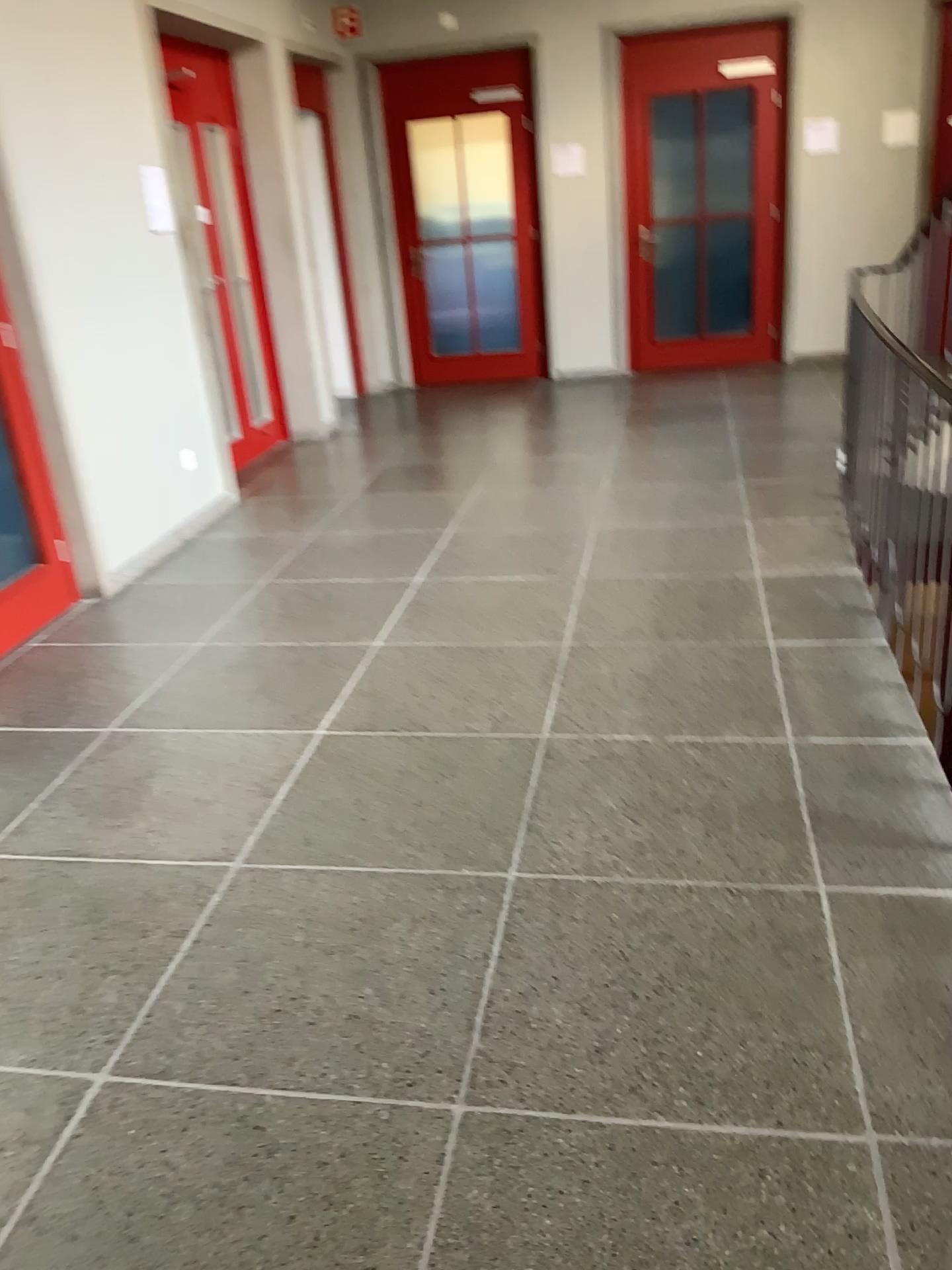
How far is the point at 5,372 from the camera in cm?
413

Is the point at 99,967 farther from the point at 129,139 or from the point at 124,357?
the point at 129,139

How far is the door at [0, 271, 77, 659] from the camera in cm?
413
